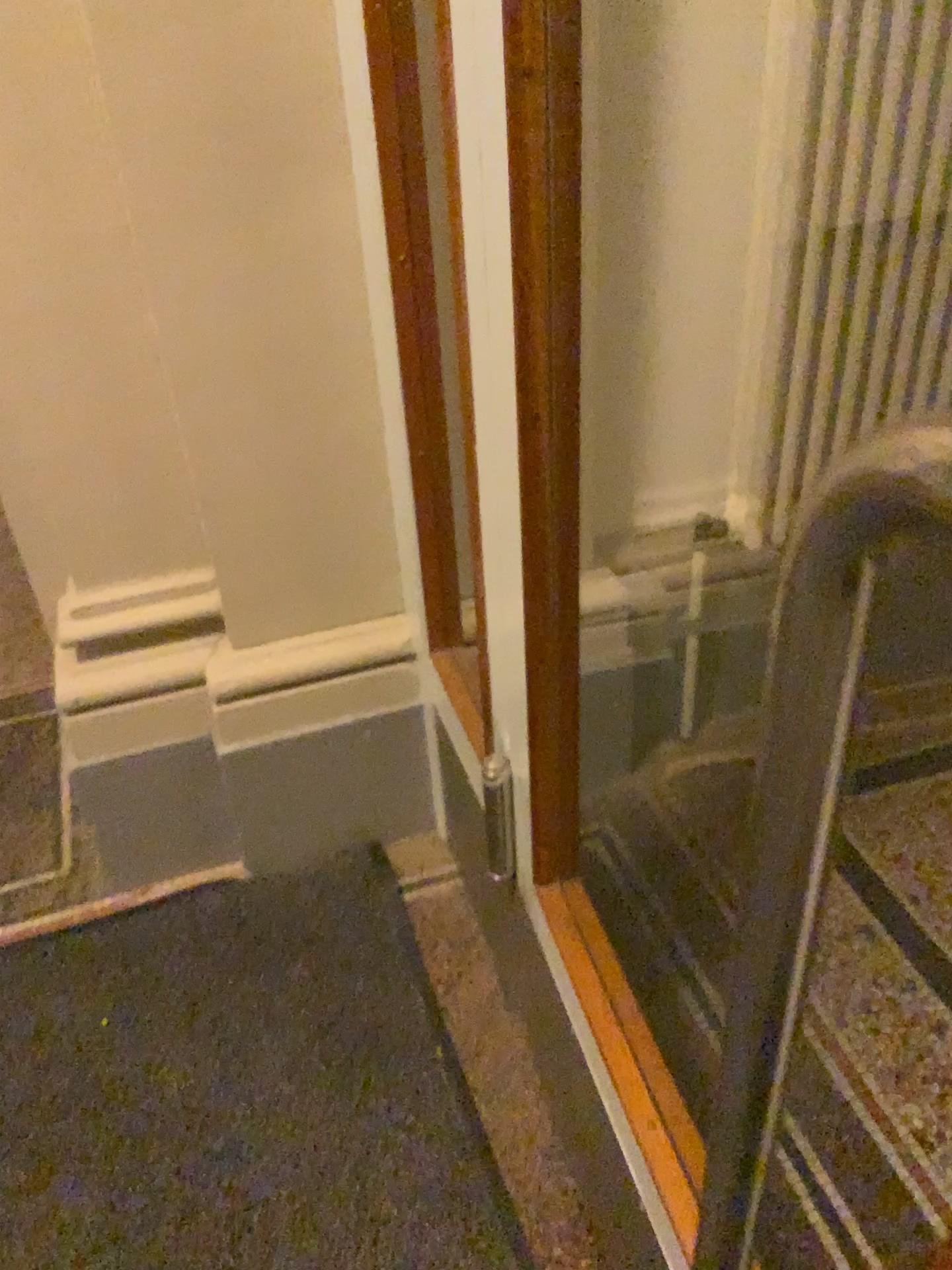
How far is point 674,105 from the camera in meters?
1.5

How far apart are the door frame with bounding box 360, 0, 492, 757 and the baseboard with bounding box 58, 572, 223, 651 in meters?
0.3

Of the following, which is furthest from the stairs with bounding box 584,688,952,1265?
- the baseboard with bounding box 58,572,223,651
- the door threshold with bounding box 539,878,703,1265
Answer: the baseboard with bounding box 58,572,223,651

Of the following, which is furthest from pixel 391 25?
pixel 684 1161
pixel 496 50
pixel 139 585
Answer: pixel 684 1161

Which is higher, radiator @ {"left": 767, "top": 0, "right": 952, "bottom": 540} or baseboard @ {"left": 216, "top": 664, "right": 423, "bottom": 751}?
radiator @ {"left": 767, "top": 0, "right": 952, "bottom": 540}

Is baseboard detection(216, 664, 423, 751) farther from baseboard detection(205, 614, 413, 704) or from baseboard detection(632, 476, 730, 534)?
baseboard detection(632, 476, 730, 534)

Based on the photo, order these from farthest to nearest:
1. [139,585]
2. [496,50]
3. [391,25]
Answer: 1. [139,585]
2. [391,25]
3. [496,50]

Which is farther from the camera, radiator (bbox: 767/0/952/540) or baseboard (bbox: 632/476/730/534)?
baseboard (bbox: 632/476/730/534)

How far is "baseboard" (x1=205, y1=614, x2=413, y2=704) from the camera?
1.61m

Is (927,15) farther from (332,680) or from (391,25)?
(332,680)
